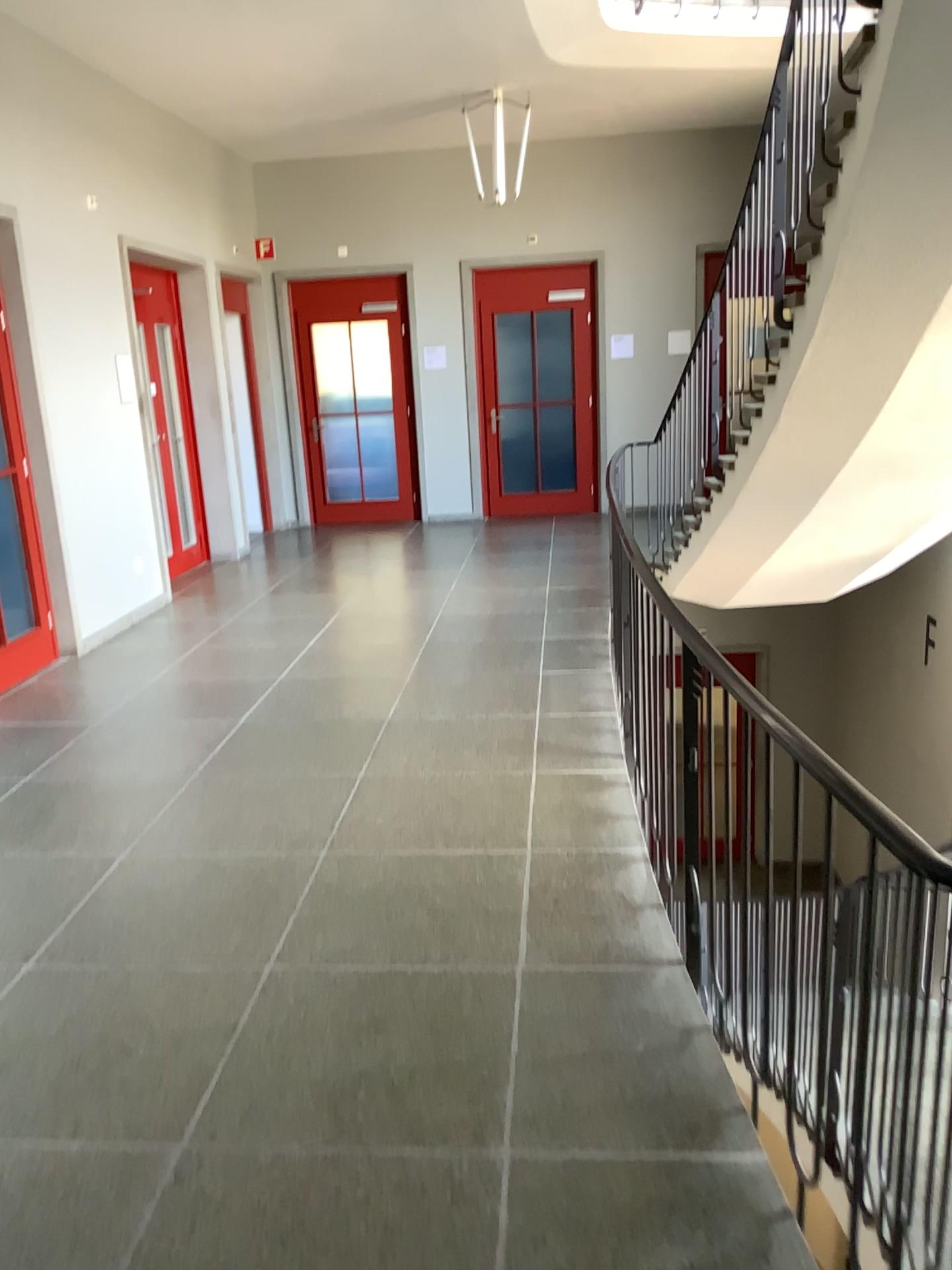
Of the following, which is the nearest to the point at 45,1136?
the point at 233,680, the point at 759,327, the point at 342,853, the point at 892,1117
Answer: the point at 342,853
